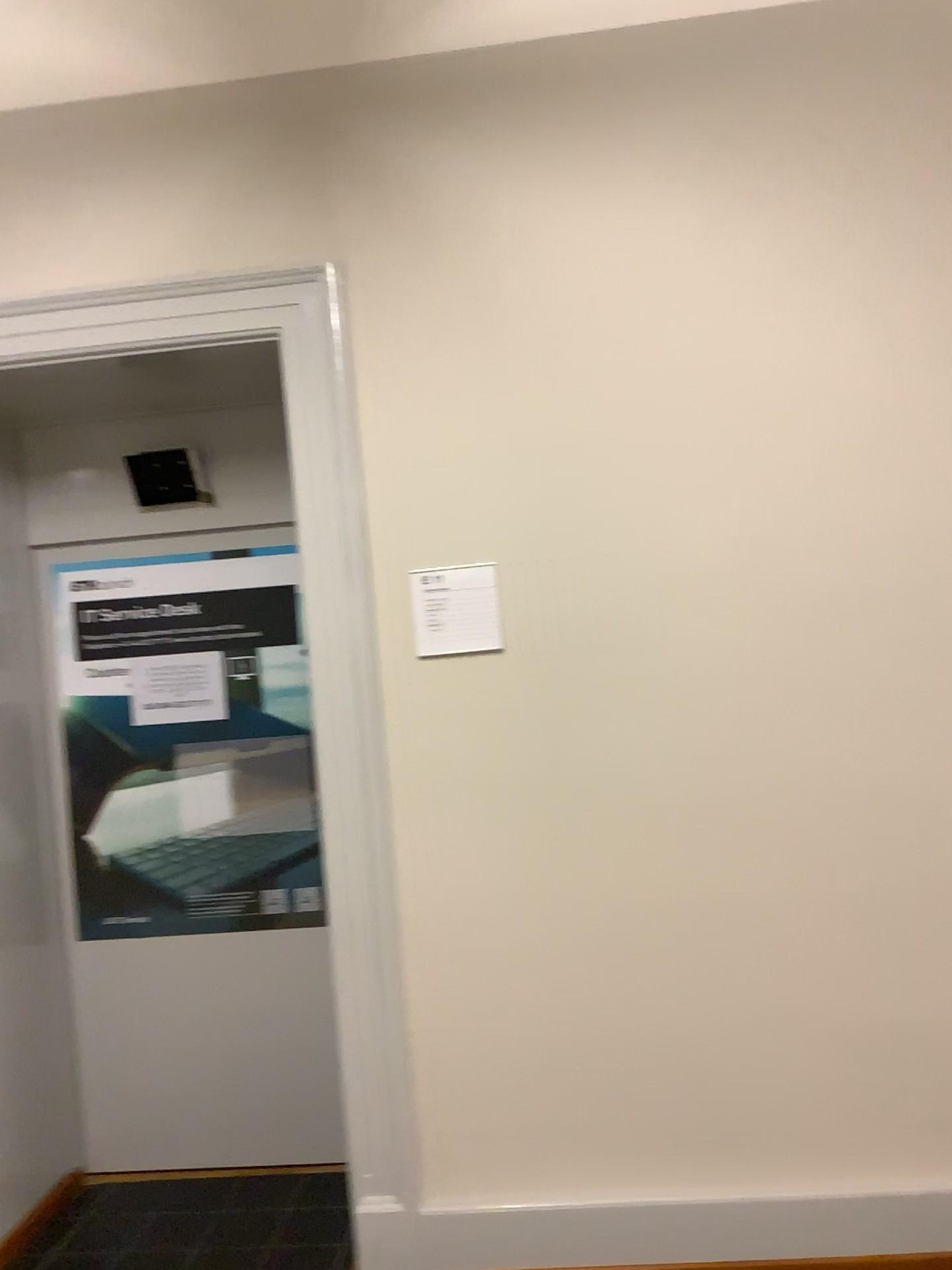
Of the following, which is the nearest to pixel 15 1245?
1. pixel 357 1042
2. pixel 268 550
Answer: pixel 357 1042

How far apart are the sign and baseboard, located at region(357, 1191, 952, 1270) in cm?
135

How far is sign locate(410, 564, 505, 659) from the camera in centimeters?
257cm

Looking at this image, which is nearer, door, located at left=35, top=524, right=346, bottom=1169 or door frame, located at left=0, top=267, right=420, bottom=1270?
door frame, located at left=0, top=267, right=420, bottom=1270

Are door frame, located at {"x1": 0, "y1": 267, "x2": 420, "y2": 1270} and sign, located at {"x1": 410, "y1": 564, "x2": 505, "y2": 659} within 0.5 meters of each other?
yes

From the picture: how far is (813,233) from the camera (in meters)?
2.52

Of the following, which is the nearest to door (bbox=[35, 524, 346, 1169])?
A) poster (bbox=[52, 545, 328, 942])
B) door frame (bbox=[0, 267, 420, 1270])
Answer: poster (bbox=[52, 545, 328, 942])

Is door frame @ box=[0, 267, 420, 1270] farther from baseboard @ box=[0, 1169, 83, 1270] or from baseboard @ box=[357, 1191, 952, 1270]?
baseboard @ box=[0, 1169, 83, 1270]

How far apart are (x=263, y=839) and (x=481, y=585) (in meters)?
1.22

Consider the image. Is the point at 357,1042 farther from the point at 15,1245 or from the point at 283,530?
the point at 283,530
